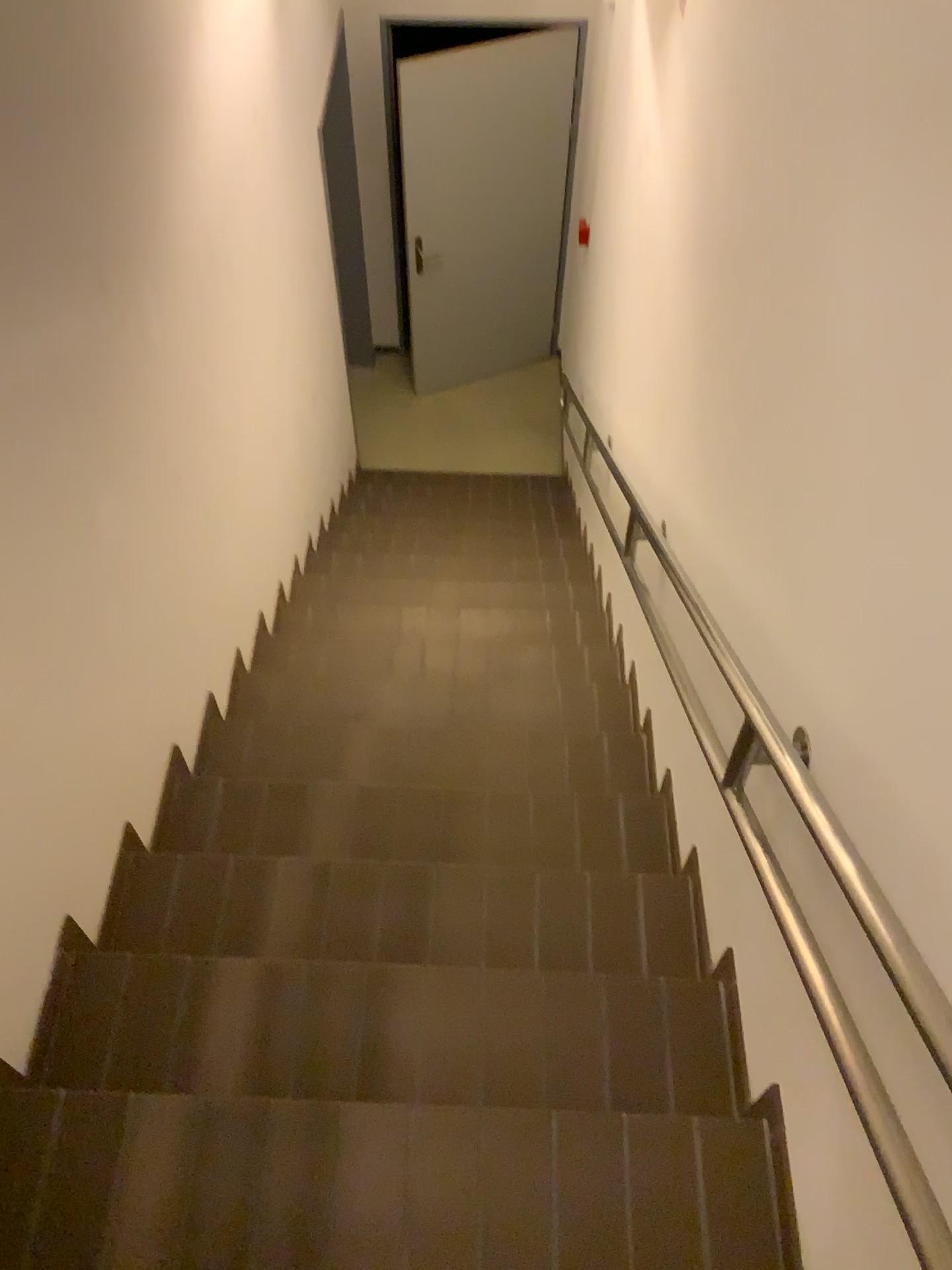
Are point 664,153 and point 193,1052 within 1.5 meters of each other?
no
